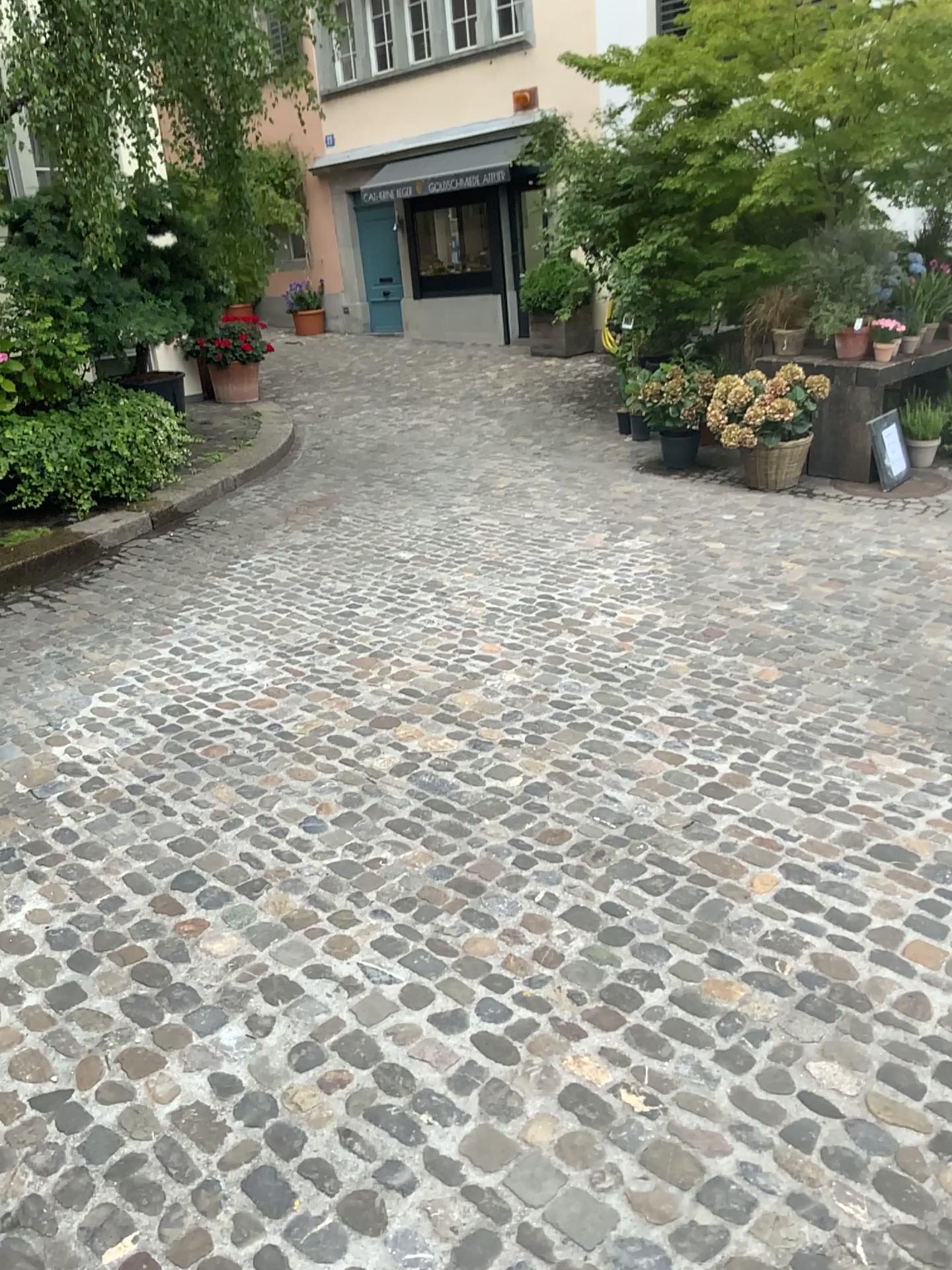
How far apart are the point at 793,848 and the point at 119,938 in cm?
179
